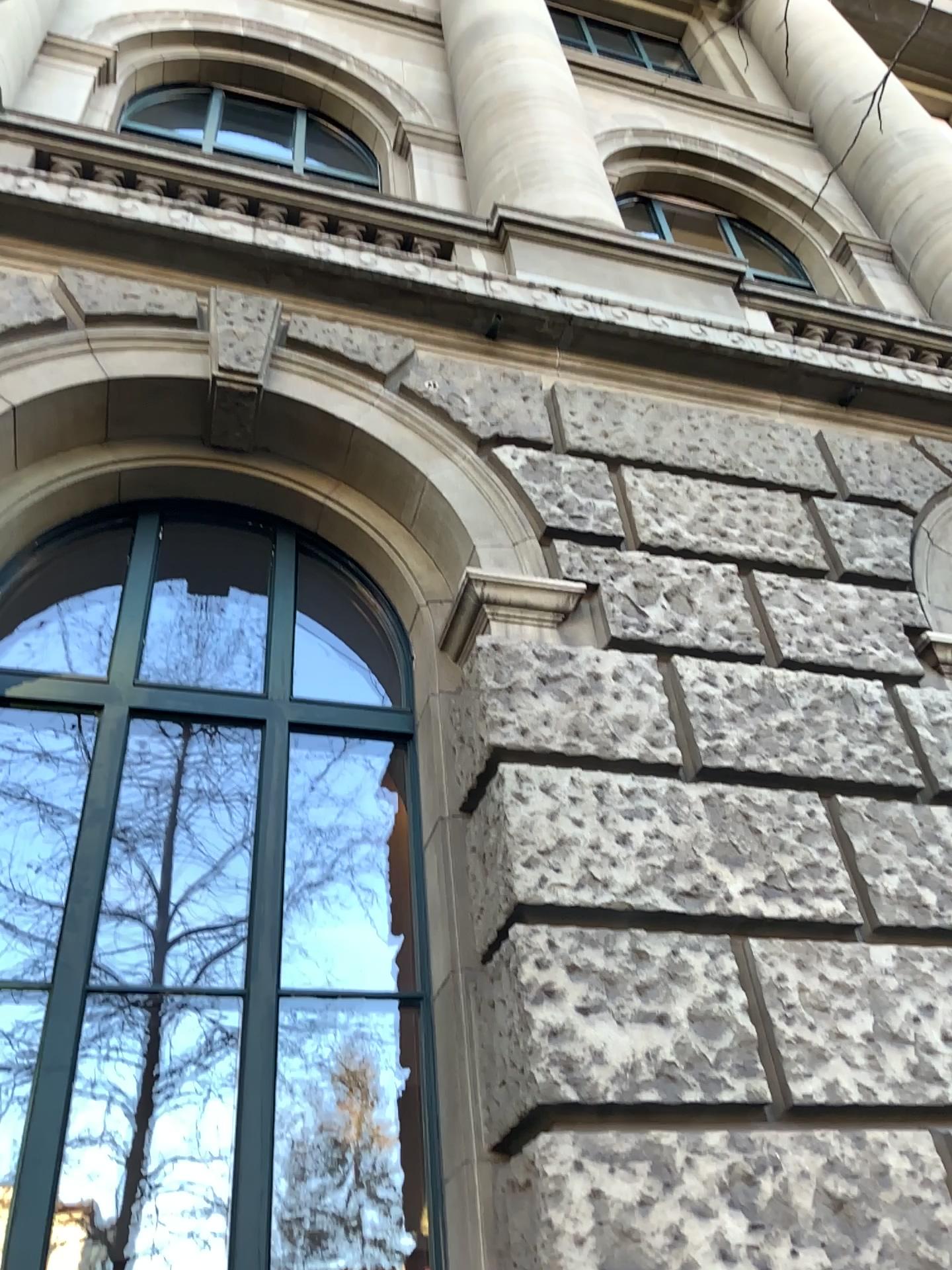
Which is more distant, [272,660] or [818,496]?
[818,496]
